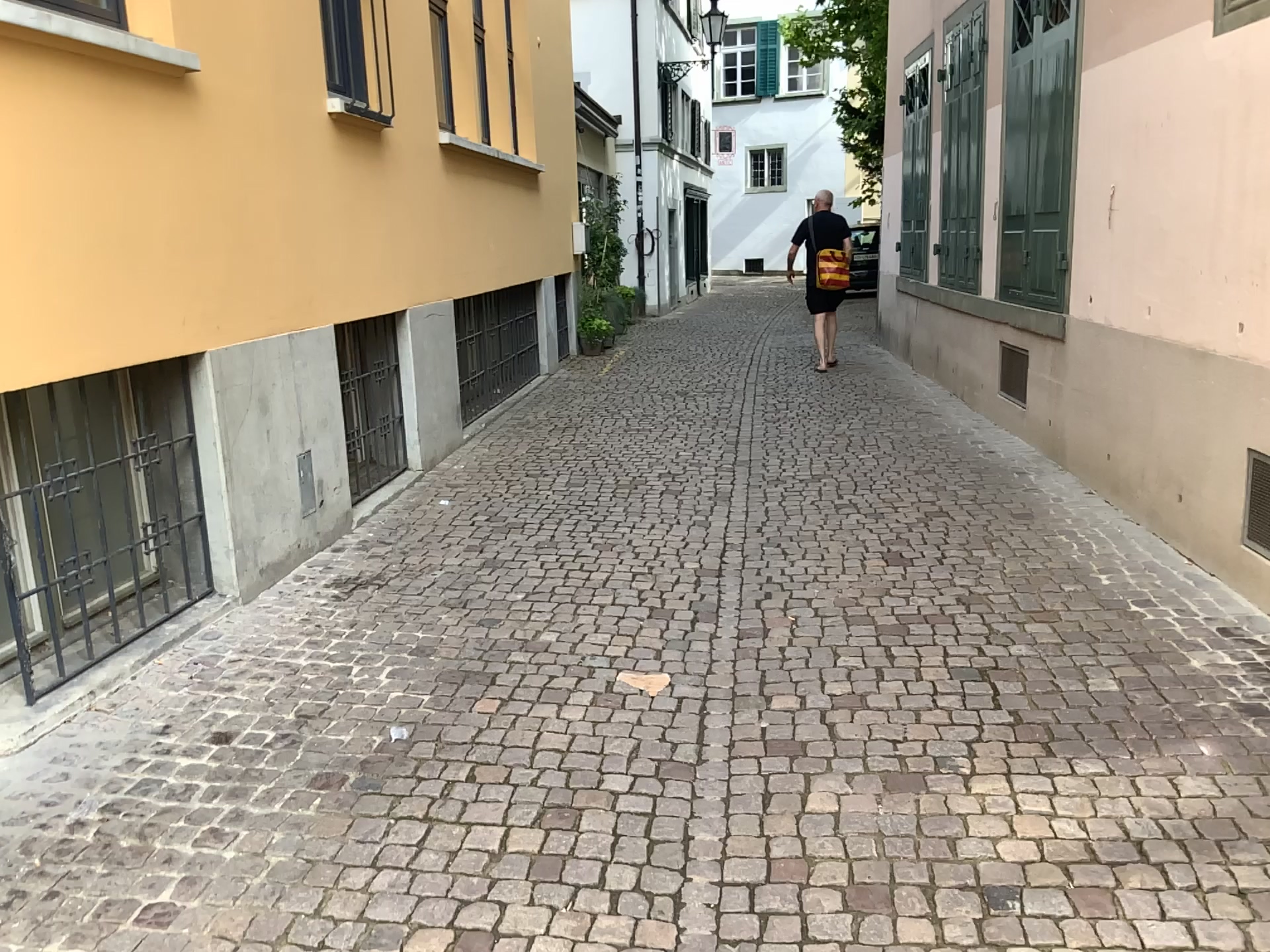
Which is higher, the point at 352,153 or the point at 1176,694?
the point at 352,153

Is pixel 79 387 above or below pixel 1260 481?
above

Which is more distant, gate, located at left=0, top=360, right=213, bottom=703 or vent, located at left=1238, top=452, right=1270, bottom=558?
vent, located at left=1238, top=452, right=1270, bottom=558

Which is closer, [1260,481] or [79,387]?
[79,387]
